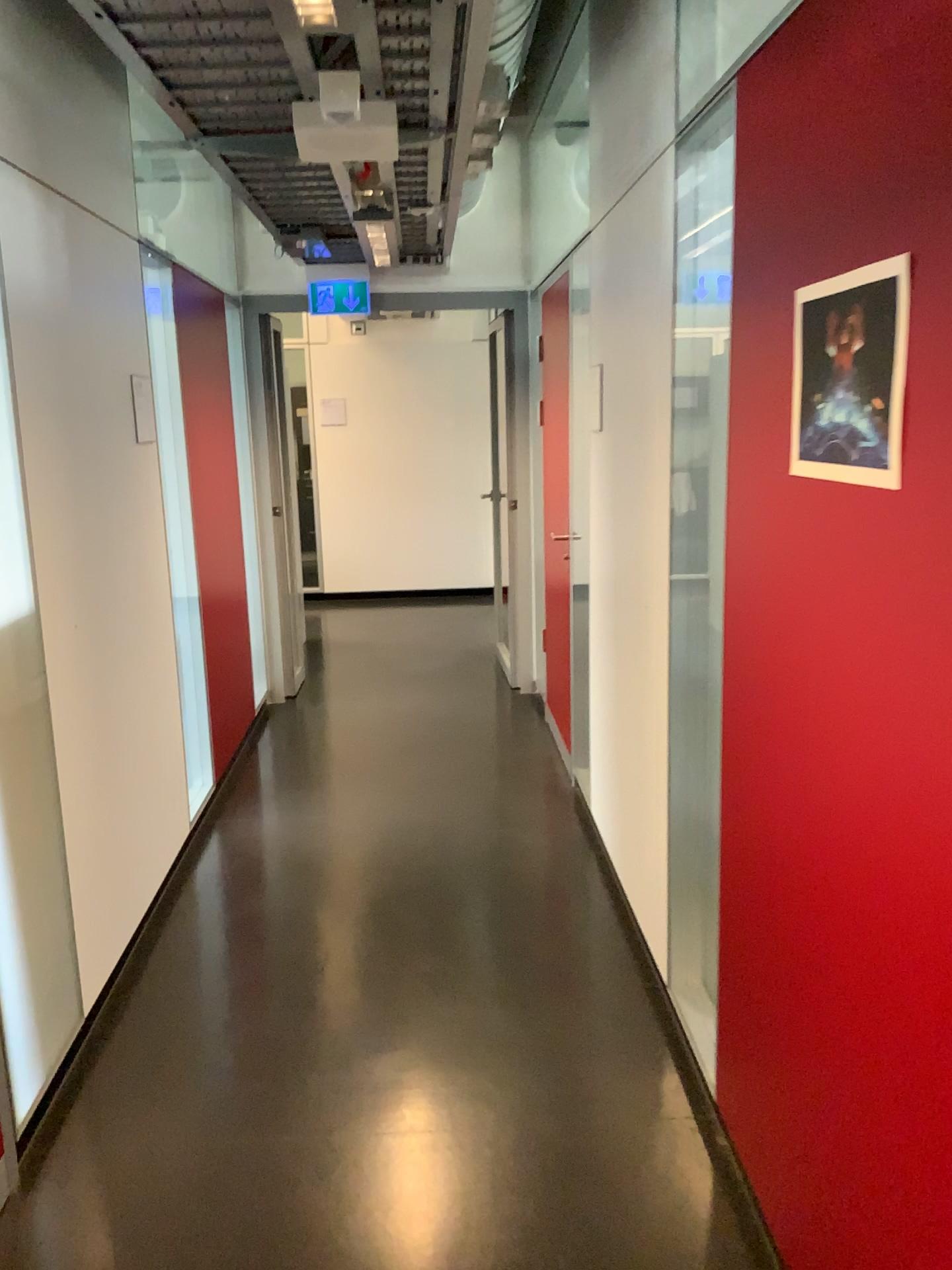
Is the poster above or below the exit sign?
below

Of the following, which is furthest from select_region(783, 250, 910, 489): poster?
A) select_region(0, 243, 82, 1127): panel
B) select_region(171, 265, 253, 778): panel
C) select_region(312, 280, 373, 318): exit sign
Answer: select_region(312, 280, 373, 318): exit sign

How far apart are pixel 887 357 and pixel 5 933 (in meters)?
2.02

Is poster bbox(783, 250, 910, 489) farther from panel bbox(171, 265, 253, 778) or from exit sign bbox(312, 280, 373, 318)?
exit sign bbox(312, 280, 373, 318)

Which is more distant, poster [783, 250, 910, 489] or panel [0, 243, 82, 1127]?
panel [0, 243, 82, 1127]

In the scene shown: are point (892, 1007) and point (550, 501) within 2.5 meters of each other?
no

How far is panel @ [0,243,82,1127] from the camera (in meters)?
2.23

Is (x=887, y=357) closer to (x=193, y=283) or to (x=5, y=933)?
(x=5, y=933)

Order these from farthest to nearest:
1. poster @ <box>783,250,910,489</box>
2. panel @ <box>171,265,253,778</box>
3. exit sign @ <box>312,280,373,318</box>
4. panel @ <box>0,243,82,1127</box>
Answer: exit sign @ <box>312,280,373,318</box> → panel @ <box>171,265,253,778</box> → panel @ <box>0,243,82,1127</box> → poster @ <box>783,250,910,489</box>

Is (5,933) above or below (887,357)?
below
